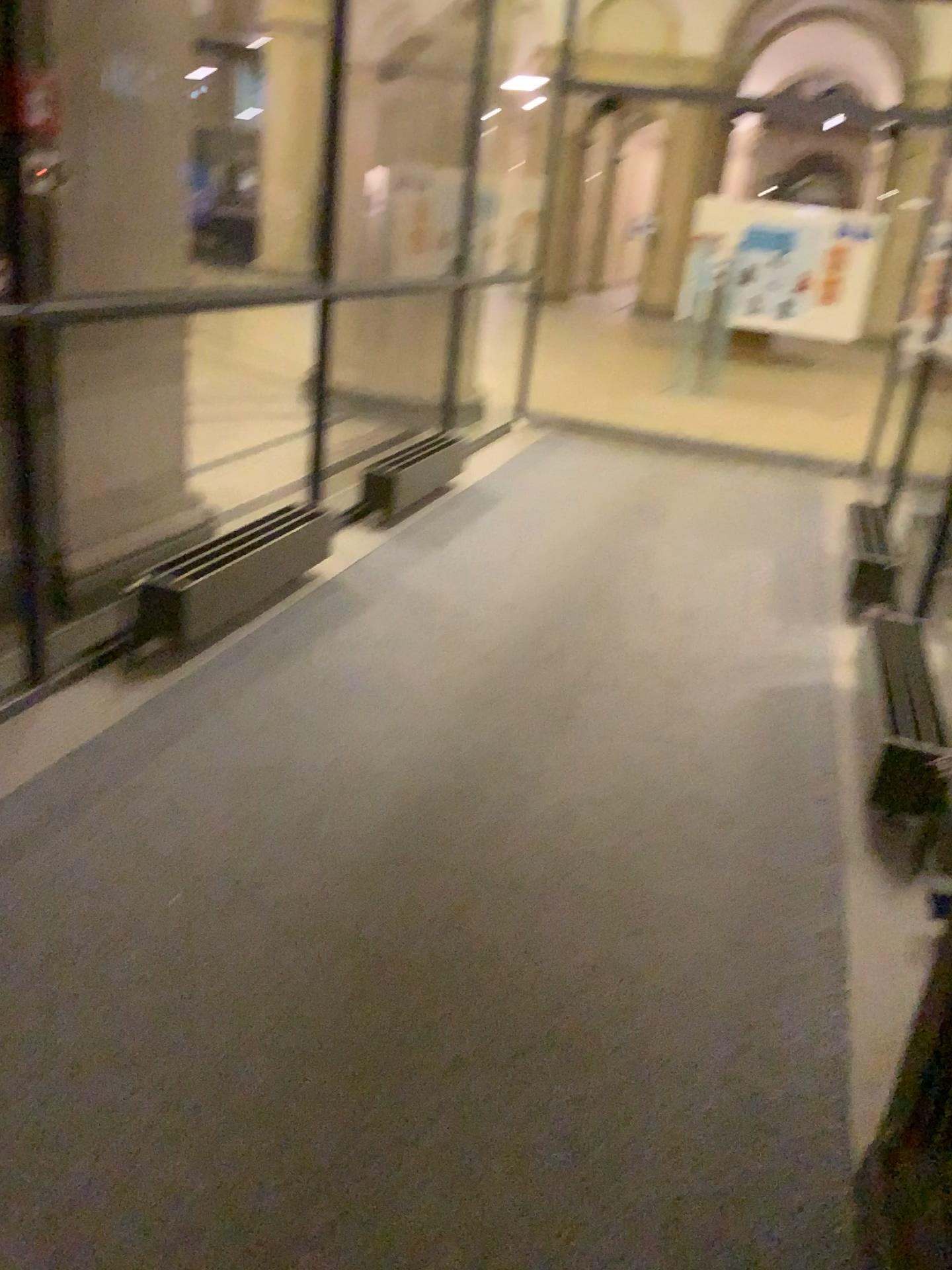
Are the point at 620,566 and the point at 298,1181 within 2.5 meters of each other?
no
